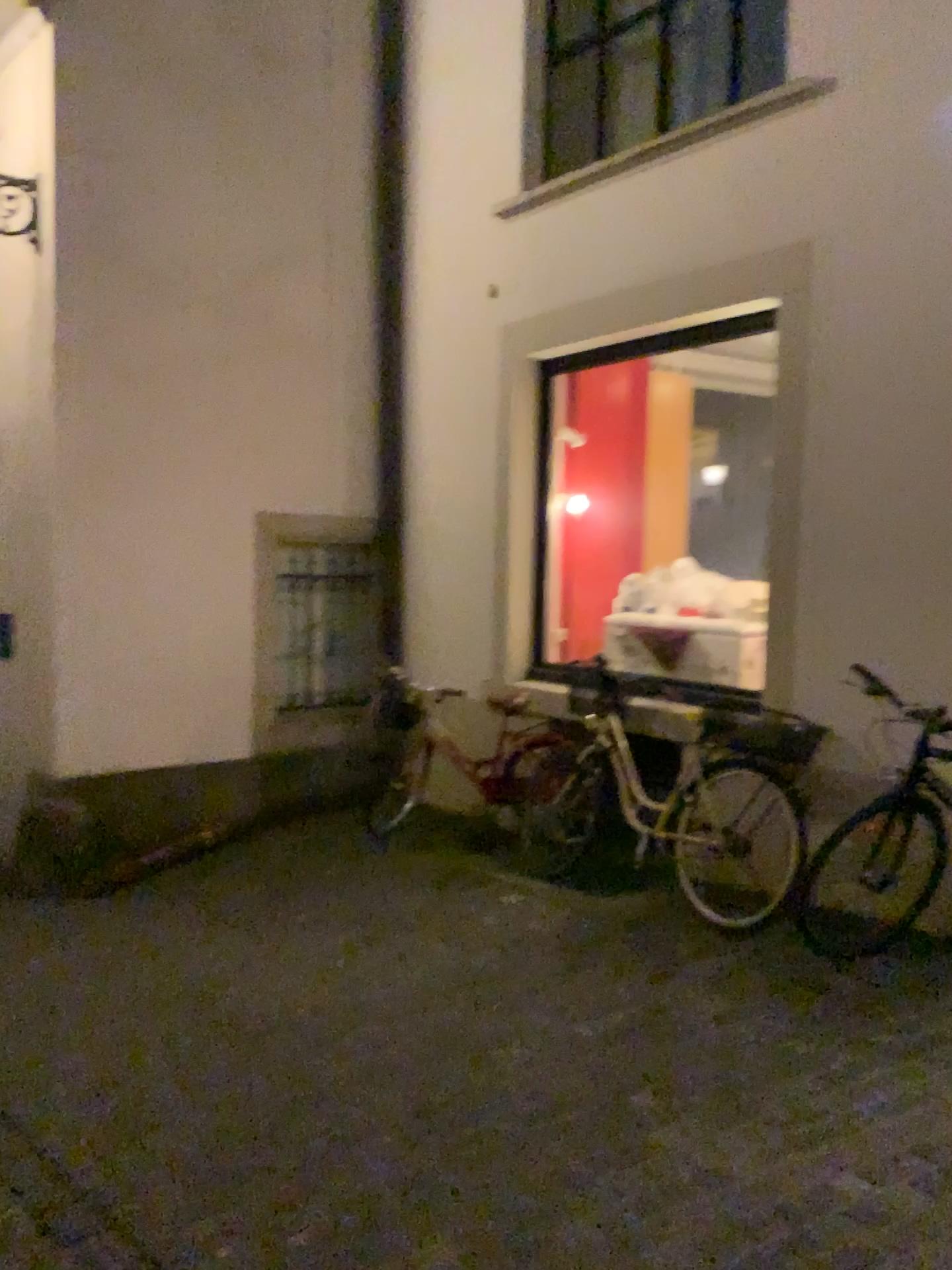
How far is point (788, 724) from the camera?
4.5 meters

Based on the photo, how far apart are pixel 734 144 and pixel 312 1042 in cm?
413

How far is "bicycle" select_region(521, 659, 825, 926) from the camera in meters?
4.5
